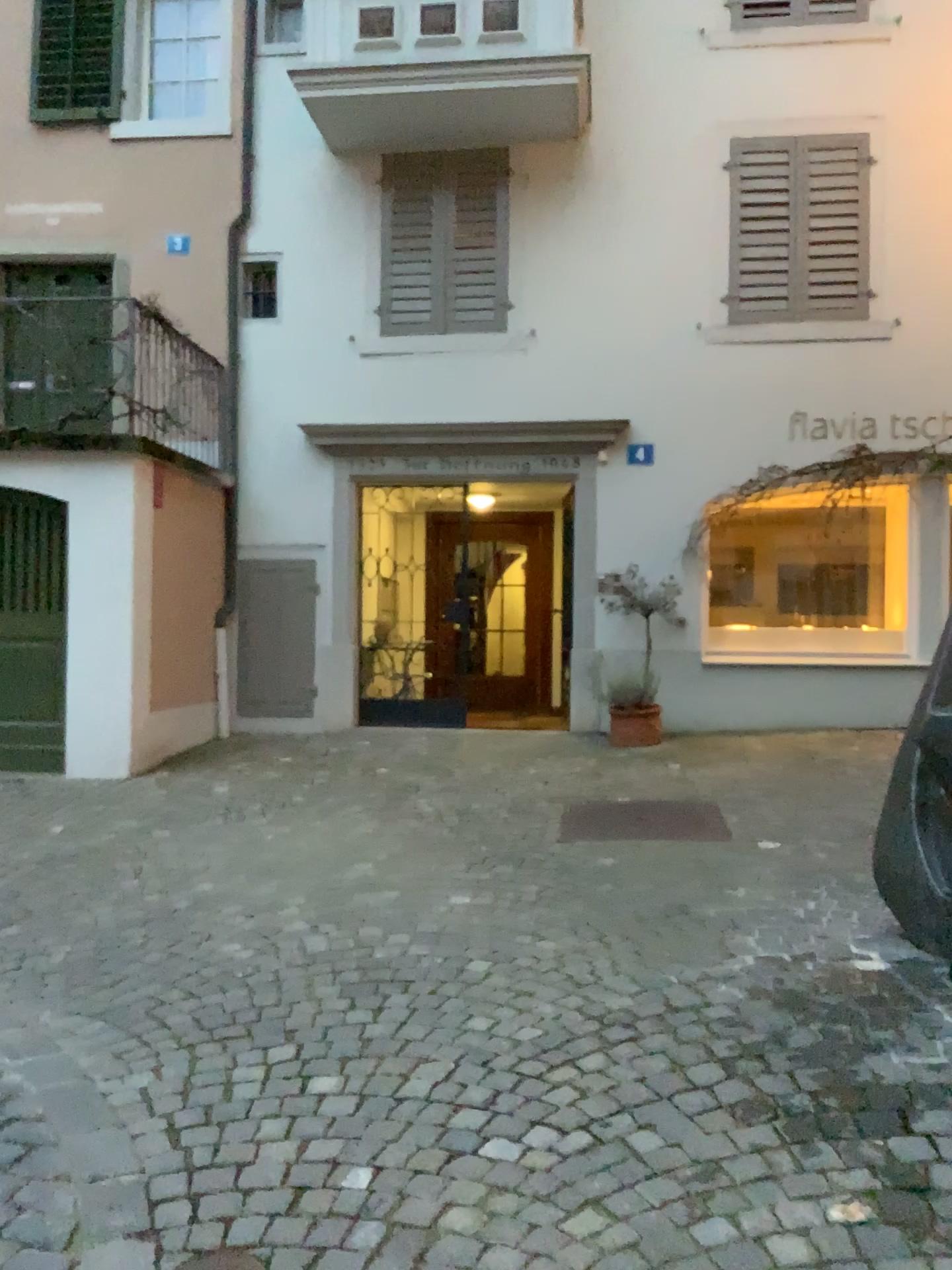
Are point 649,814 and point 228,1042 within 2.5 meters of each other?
no
